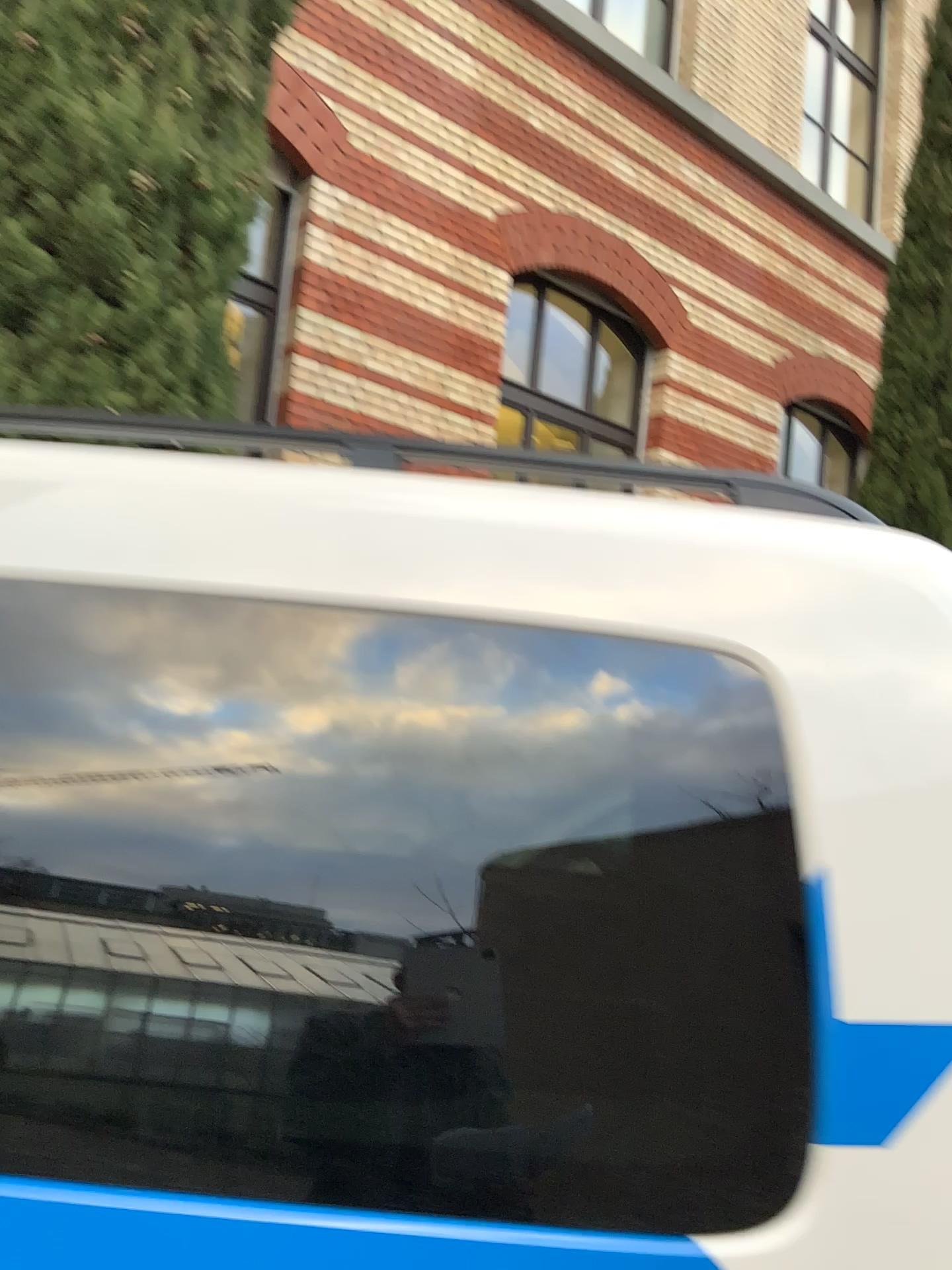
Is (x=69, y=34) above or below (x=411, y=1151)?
above

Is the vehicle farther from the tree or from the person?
the tree

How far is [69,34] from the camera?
3.4m

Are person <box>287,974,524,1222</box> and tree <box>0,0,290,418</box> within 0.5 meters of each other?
no

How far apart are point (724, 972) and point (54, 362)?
3.2 meters

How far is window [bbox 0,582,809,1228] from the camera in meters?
0.9 m

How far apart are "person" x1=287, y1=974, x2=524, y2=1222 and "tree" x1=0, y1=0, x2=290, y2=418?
3.02m

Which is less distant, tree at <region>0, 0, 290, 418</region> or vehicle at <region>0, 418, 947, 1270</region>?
vehicle at <region>0, 418, 947, 1270</region>

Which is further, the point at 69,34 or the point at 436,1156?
the point at 69,34

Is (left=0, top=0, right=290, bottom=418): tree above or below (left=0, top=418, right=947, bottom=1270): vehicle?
above
